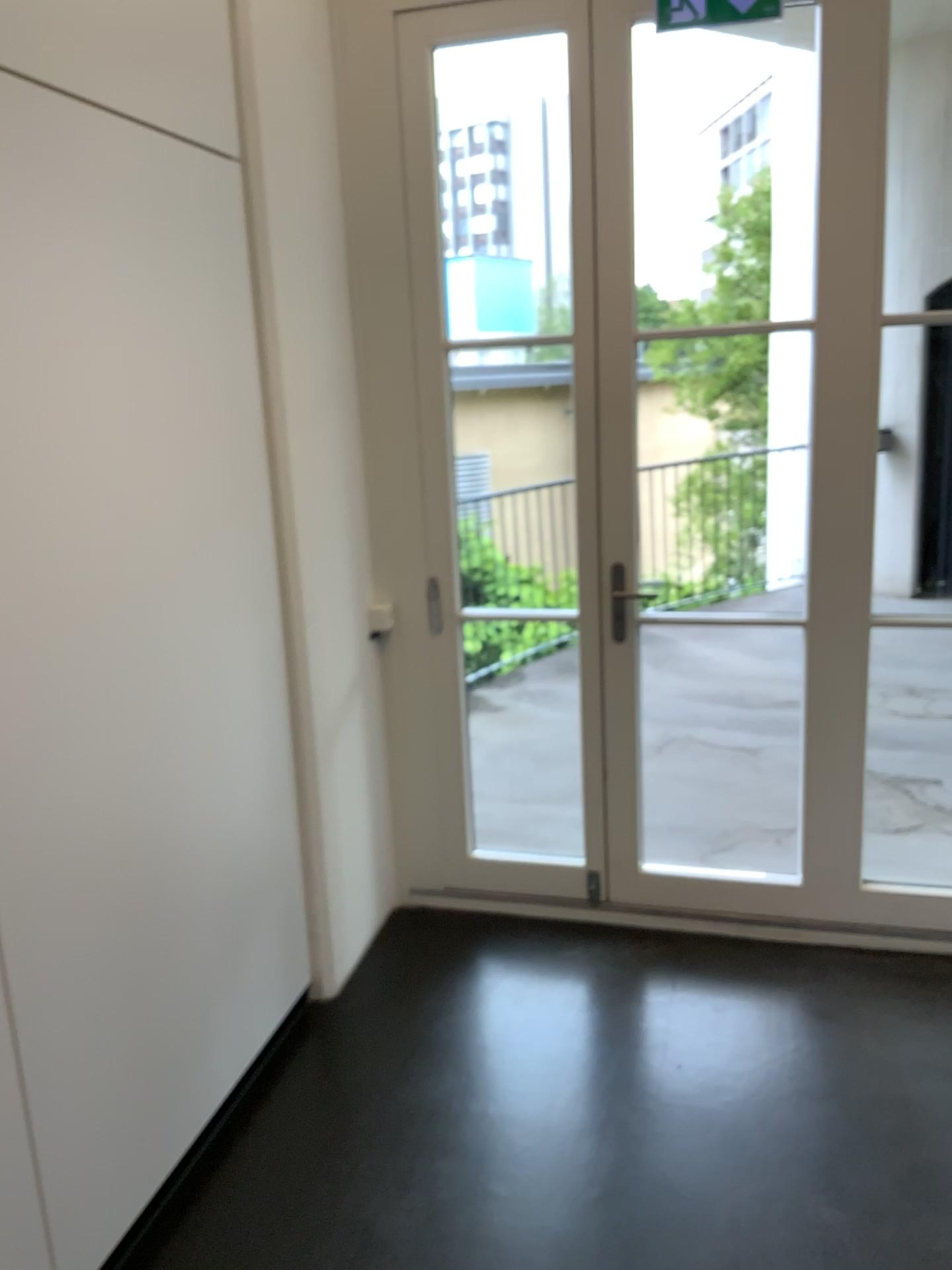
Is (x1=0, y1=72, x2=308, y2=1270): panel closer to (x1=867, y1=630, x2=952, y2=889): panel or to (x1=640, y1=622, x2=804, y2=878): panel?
(x1=640, y1=622, x2=804, y2=878): panel

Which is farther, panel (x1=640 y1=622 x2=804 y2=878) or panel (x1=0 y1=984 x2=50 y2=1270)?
panel (x1=640 y1=622 x2=804 y2=878)

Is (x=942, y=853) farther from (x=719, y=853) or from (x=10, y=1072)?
(x=10, y=1072)

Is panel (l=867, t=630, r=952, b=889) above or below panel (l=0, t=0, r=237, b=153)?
below

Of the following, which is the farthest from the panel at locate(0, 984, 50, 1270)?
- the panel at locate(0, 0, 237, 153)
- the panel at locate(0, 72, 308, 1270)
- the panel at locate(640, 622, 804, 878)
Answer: the panel at locate(640, 622, 804, 878)

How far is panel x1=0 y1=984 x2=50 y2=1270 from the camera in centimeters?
174cm

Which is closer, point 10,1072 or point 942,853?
point 10,1072

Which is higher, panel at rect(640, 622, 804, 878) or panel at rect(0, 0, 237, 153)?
panel at rect(0, 0, 237, 153)

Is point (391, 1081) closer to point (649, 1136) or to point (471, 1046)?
point (471, 1046)

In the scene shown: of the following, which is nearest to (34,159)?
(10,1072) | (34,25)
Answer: (34,25)
